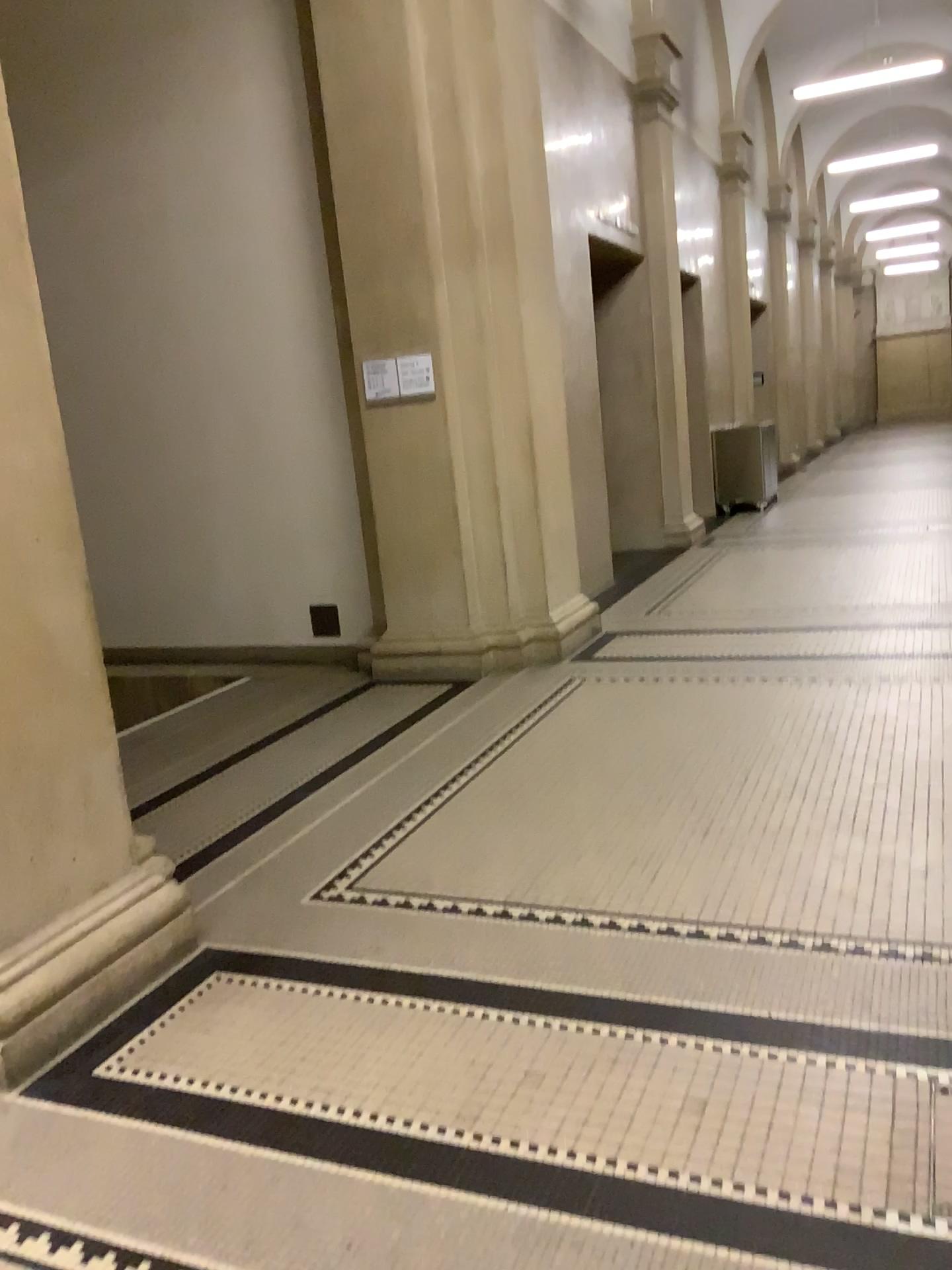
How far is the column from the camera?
2.59m

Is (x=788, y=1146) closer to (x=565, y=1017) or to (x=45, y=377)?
(x=565, y=1017)

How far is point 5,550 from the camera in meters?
2.6 m
